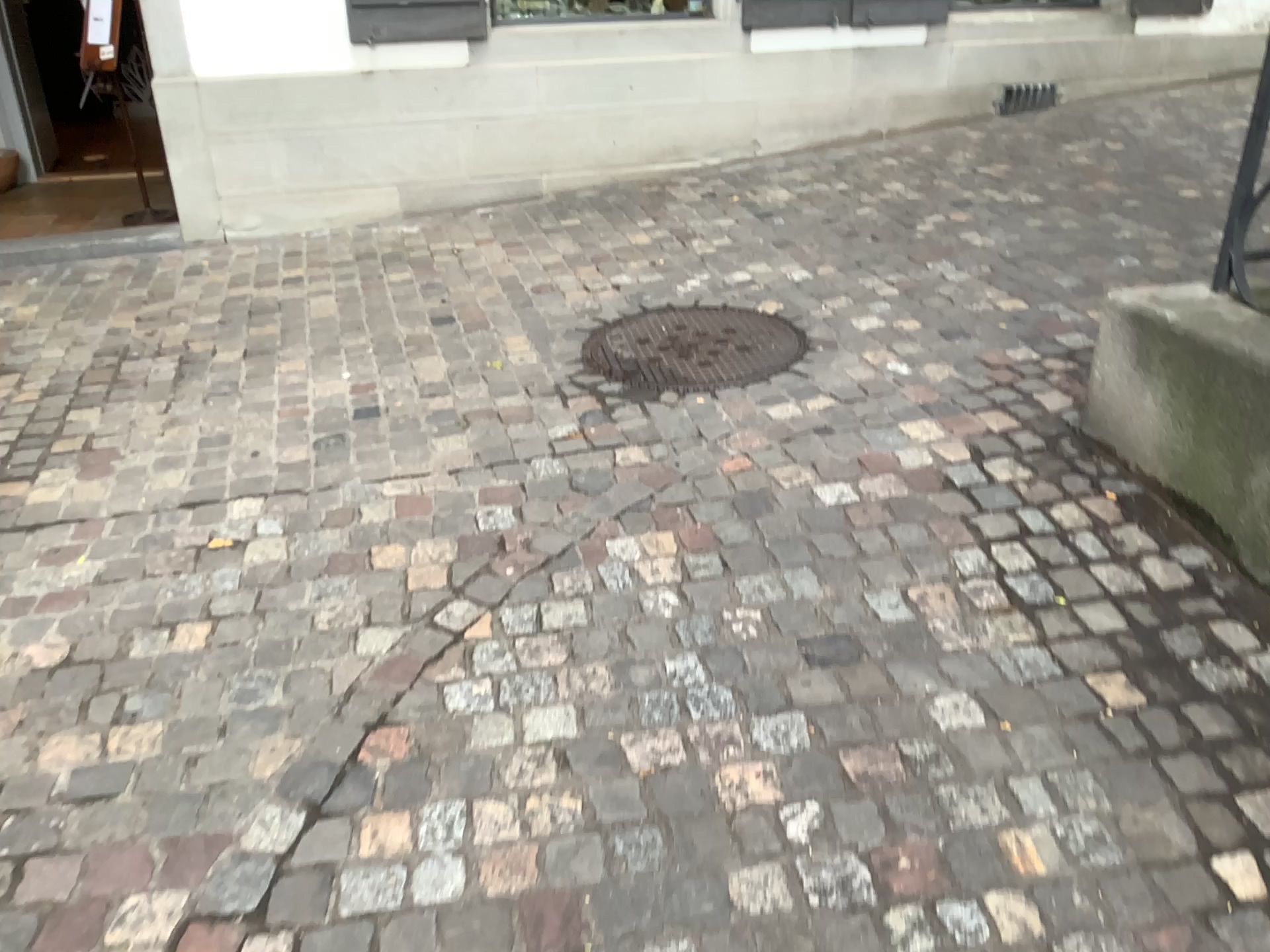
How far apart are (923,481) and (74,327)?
3.1 meters
